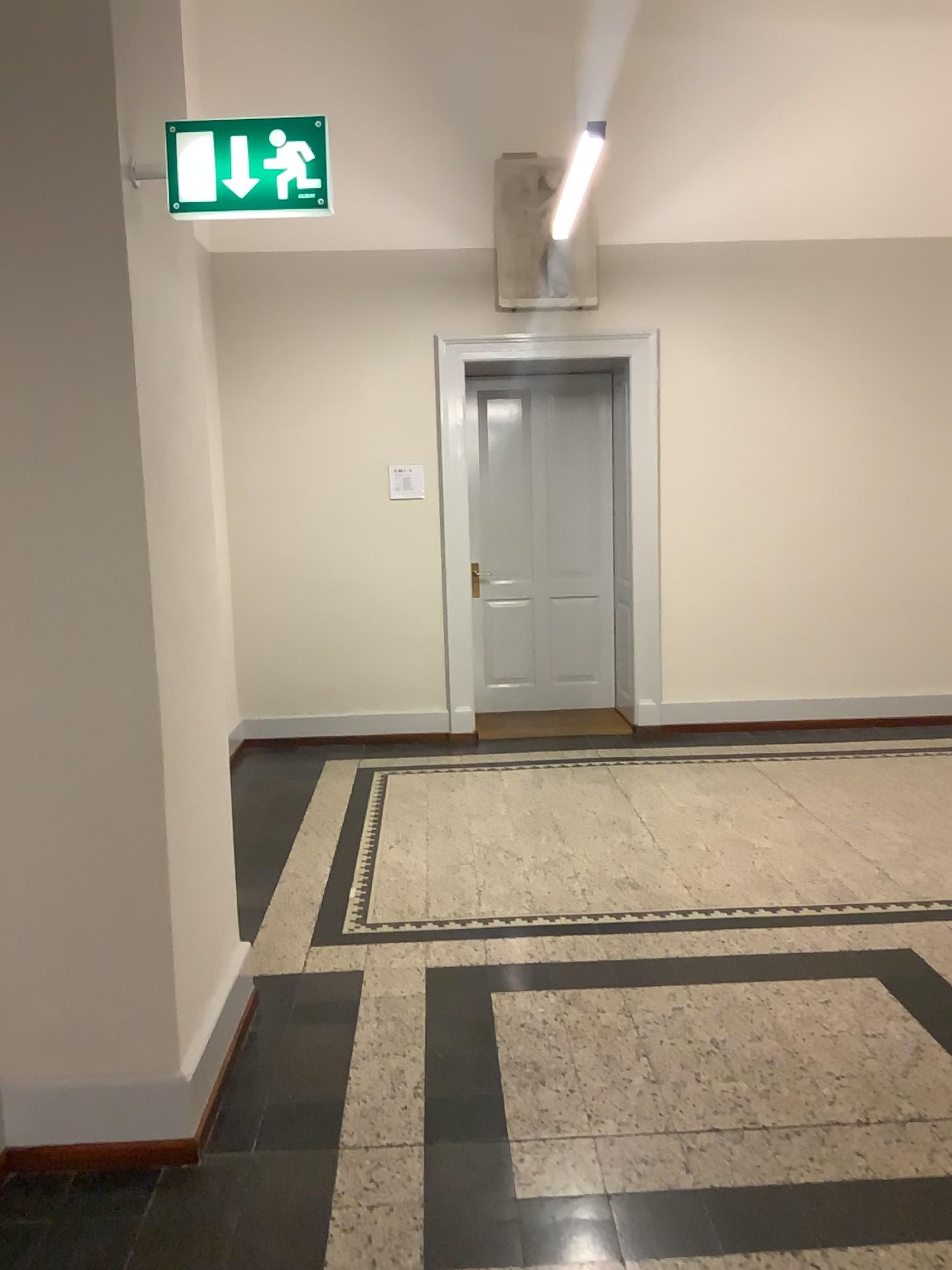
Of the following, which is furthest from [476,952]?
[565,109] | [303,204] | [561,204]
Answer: [565,109]

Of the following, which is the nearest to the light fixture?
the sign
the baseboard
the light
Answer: the light

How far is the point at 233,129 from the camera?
2.32m

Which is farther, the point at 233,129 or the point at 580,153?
the point at 580,153

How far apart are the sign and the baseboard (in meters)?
1.97

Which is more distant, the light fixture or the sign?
the light fixture

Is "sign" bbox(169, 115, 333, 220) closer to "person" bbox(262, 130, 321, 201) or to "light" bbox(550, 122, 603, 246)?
"person" bbox(262, 130, 321, 201)

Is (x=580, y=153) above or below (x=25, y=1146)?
above

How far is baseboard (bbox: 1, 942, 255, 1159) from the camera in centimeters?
241cm

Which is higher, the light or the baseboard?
the light
